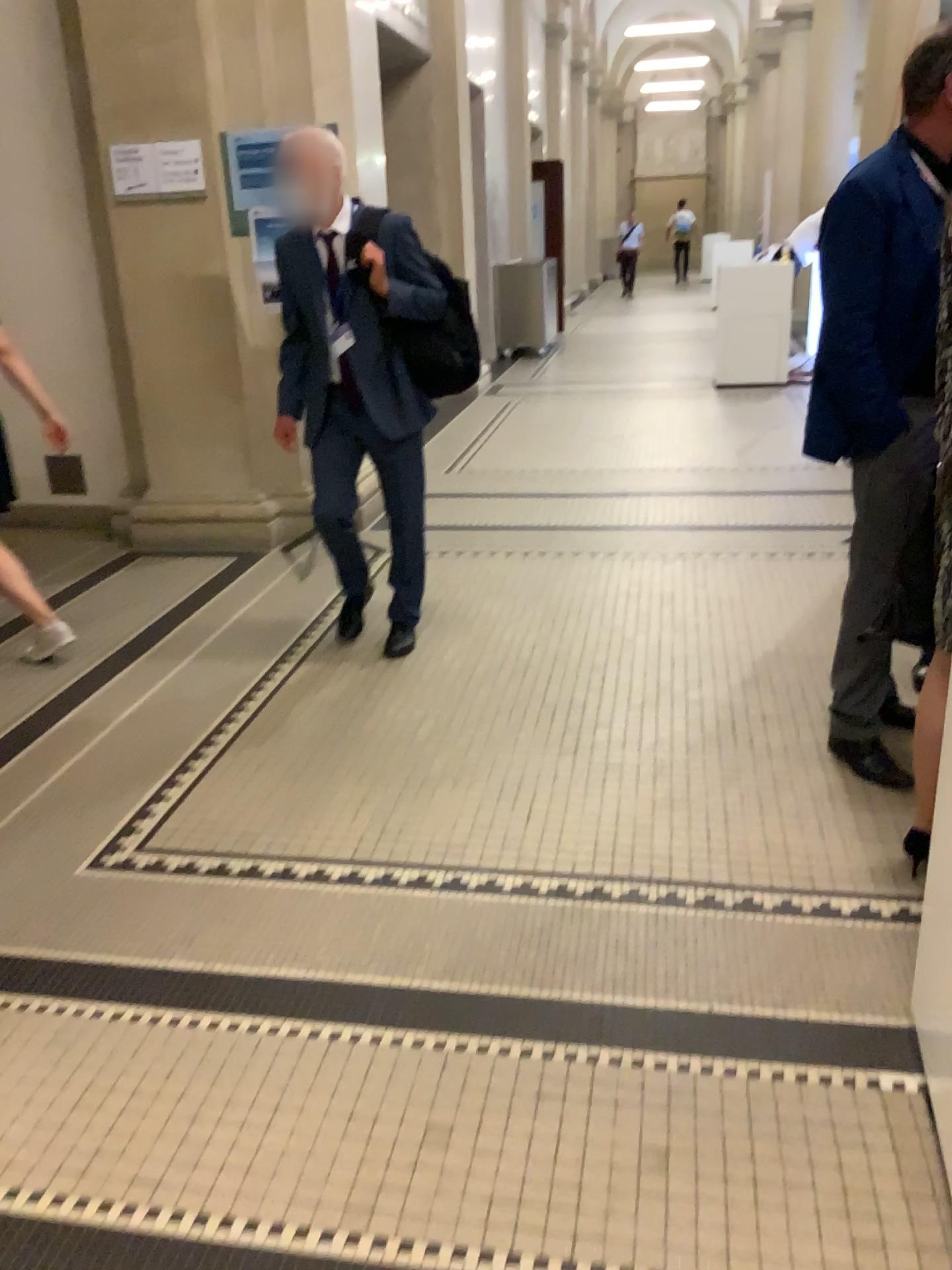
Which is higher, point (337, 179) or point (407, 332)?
point (337, 179)

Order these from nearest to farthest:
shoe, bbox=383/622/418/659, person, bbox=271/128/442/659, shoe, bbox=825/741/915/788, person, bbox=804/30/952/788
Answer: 1. person, bbox=804/30/952/788
2. shoe, bbox=825/741/915/788
3. person, bbox=271/128/442/659
4. shoe, bbox=383/622/418/659

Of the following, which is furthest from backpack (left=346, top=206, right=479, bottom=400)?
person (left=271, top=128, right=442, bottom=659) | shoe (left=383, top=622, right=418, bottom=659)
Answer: shoe (left=383, top=622, right=418, bottom=659)

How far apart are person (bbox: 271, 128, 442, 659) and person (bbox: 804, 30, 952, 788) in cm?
132

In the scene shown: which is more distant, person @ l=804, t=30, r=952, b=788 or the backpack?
the backpack

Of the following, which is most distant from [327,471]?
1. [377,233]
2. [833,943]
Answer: [833,943]

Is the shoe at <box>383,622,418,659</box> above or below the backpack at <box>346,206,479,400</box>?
below

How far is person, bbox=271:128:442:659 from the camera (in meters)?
3.33

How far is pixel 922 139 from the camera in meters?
2.5

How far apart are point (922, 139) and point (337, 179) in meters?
1.7
